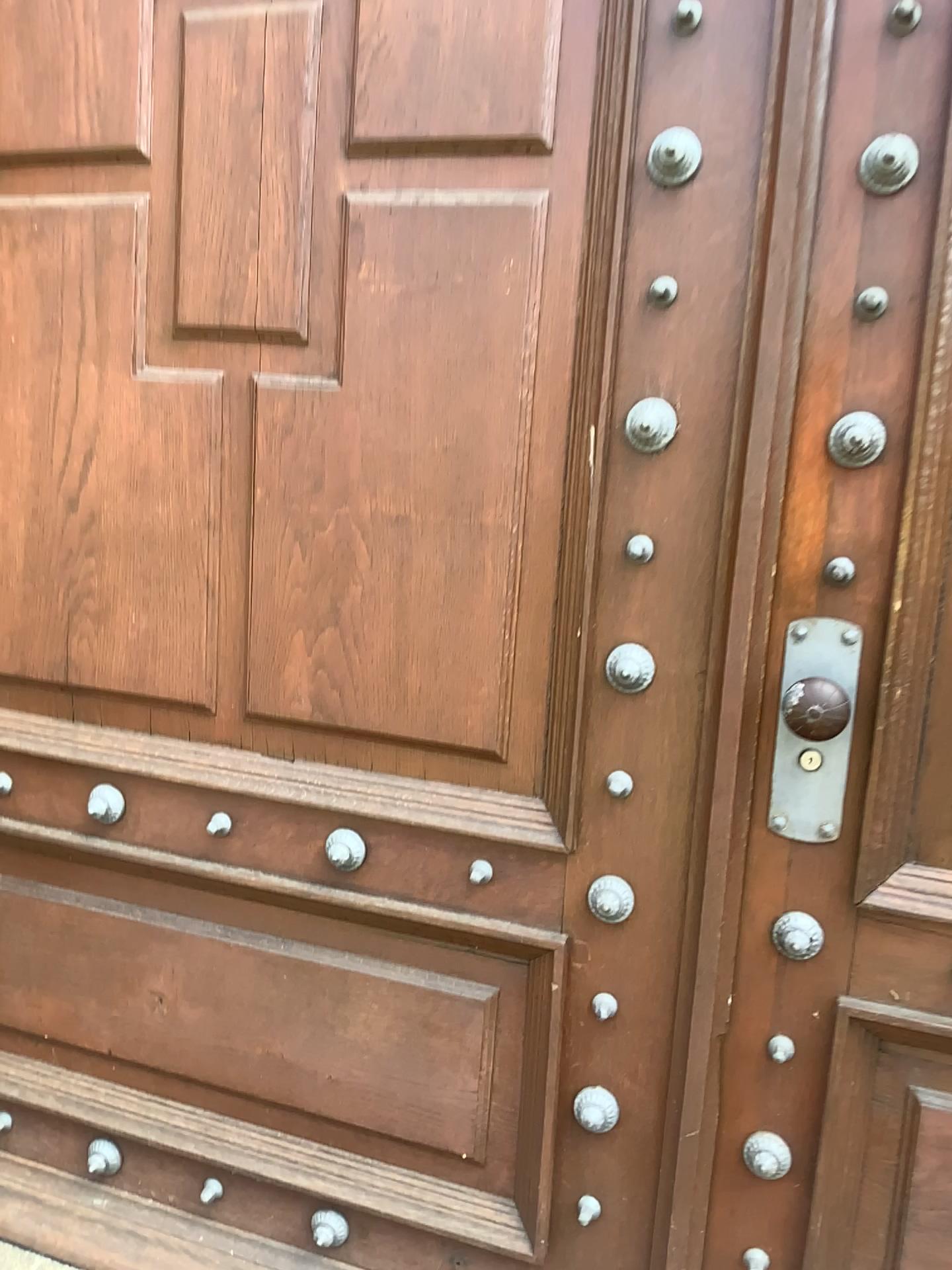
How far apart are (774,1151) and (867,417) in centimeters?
94cm

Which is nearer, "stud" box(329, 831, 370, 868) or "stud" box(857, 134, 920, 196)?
"stud" box(857, 134, 920, 196)

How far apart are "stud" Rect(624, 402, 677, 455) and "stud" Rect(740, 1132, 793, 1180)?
0.9 meters

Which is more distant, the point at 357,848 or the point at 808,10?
the point at 357,848

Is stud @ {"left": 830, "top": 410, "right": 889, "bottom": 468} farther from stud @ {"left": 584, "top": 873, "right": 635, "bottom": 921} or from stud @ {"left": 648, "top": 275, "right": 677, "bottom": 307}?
stud @ {"left": 584, "top": 873, "right": 635, "bottom": 921}

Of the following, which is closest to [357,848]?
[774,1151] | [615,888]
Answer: [615,888]

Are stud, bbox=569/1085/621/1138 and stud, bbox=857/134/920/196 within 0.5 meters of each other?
no

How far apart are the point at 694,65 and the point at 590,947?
1.1 meters

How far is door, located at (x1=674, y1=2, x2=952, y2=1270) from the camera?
1.2 meters

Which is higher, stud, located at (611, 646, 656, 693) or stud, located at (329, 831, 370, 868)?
stud, located at (611, 646, 656, 693)
